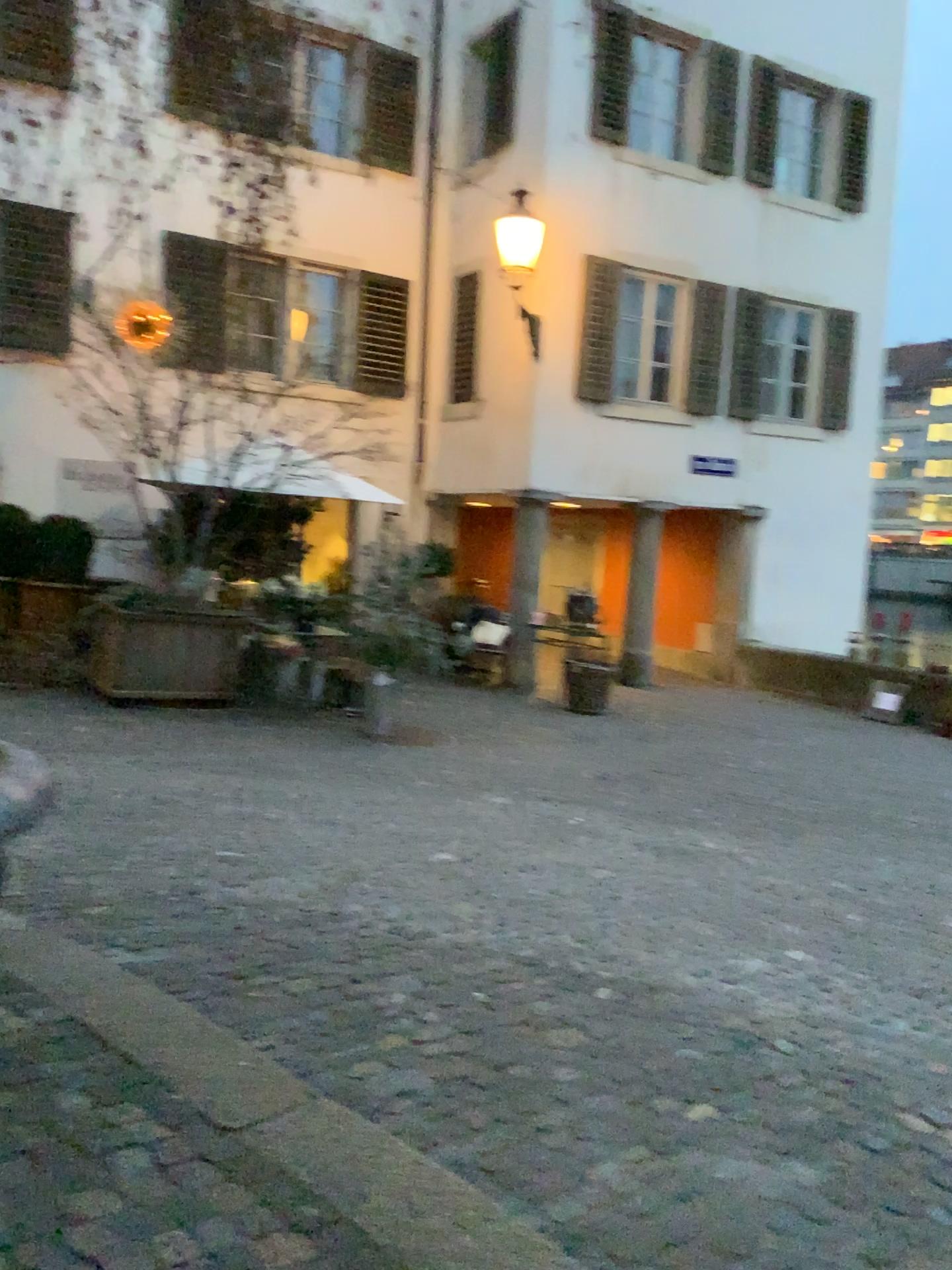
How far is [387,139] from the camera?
3.5m

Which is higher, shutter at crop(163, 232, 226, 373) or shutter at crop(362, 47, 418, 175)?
shutter at crop(362, 47, 418, 175)

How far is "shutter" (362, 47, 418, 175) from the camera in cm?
355

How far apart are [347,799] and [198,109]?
3.5 meters

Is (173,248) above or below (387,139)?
below
